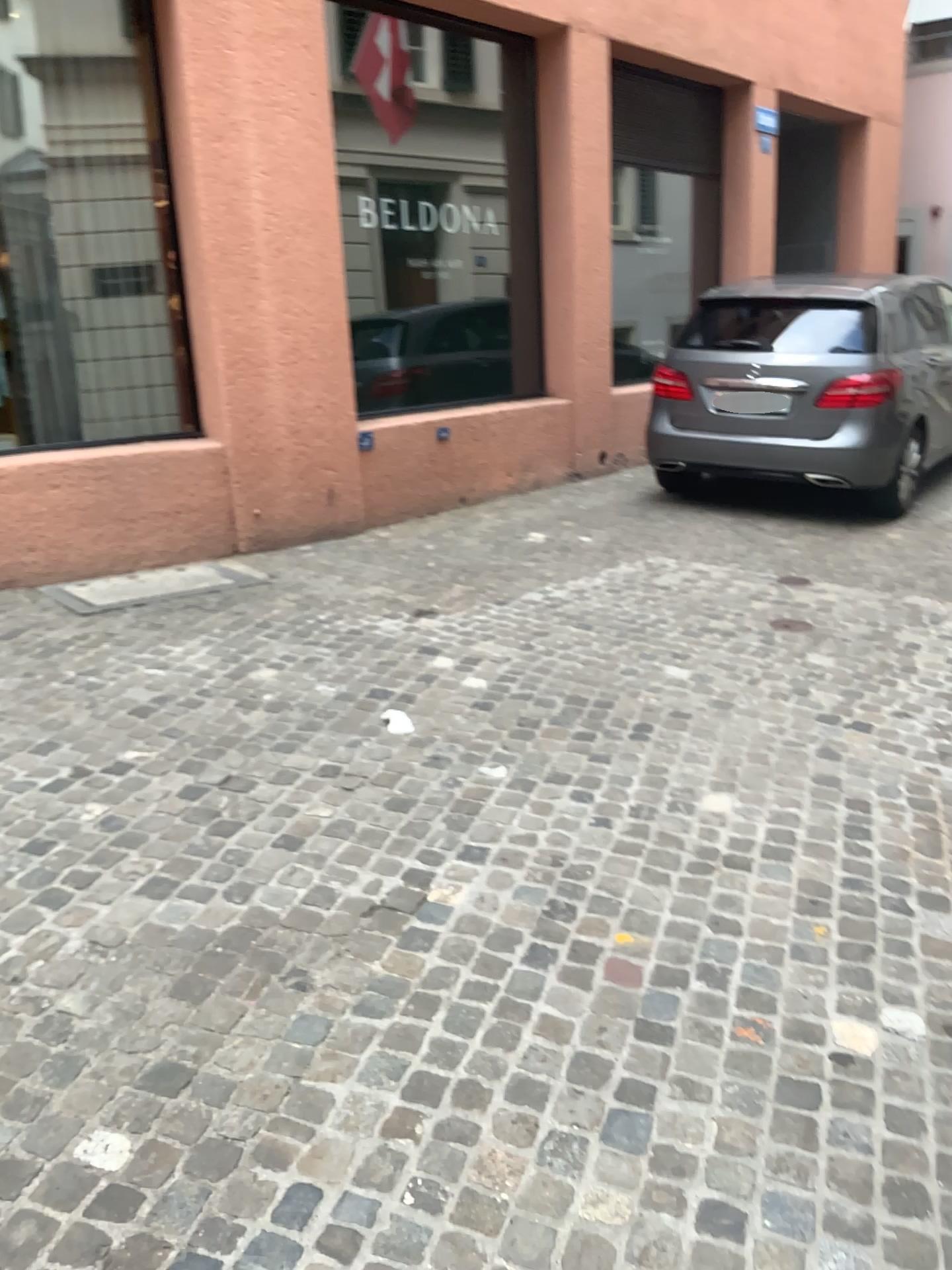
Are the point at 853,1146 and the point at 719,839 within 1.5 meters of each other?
yes
